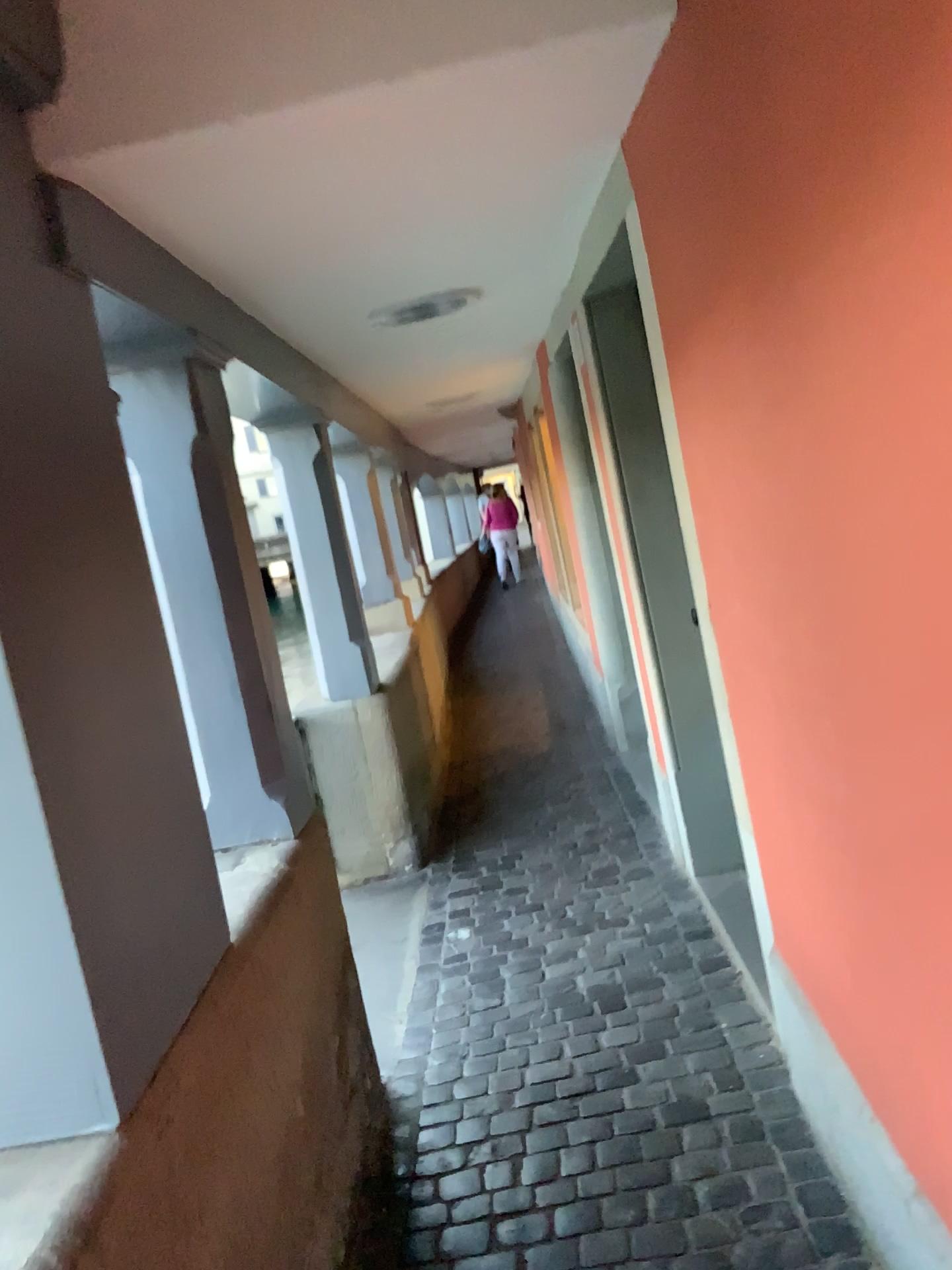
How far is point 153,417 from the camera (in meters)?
2.25

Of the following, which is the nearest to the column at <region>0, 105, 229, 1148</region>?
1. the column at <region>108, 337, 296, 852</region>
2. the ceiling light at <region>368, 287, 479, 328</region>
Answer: the column at <region>108, 337, 296, 852</region>

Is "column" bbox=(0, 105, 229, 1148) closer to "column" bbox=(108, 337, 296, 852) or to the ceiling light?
"column" bbox=(108, 337, 296, 852)

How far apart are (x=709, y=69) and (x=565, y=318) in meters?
2.5 m

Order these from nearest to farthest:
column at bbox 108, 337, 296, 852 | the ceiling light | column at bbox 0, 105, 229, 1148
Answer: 1. column at bbox 0, 105, 229, 1148
2. column at bbox 108, 337, 296, 852
3. the ceiling light

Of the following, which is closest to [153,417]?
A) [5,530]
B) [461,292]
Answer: [5,530]

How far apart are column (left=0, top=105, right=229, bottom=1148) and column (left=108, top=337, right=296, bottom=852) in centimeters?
45cm

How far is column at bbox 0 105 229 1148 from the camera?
1.30m

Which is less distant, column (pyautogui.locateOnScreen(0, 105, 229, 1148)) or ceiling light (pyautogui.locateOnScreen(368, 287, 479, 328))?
column (pyautogui.locateOnScreen(0, 105, 229, 1148))

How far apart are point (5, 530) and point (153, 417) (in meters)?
1.01
